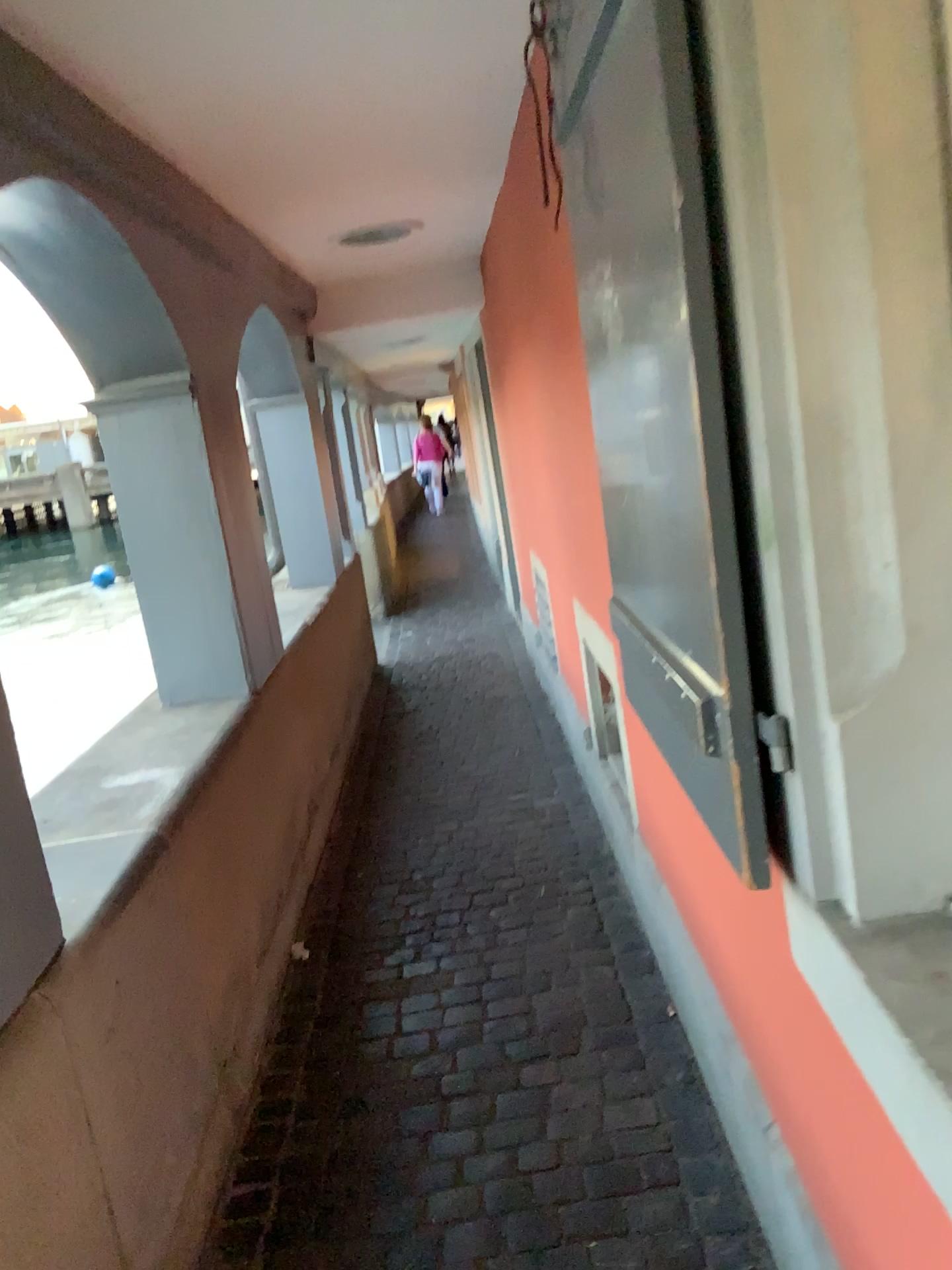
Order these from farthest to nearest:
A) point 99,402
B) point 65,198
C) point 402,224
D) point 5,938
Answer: point 402,224
point 99,402
point 65,198
point 5,938

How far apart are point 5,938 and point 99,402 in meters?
1.9

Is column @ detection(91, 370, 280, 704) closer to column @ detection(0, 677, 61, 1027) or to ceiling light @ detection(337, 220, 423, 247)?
ceiling light @ detection(337, 220, 423, 247)

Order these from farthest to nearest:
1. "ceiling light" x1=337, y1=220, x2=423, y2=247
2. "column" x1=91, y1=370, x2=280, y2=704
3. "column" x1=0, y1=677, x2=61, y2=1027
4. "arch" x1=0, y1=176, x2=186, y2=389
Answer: "ceiling light" x1=337, y1=220, x2=423, y2=247 < "column" x1=91, y1=370, x2=280, y2=704 < "arch" x1=0, y1=176, x2=186, y2=389 < "column" x1=0, y1=677, x2=61, y2=1027

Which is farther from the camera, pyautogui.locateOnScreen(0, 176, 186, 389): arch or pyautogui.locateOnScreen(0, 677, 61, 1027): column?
pyautogui.locateOnScreen(0, 176, 186, 389): arch

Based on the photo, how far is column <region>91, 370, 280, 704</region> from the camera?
3.01m

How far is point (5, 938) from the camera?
1.5 meters

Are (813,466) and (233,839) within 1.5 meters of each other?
no

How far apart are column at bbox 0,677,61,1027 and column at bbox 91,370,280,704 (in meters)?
1.59

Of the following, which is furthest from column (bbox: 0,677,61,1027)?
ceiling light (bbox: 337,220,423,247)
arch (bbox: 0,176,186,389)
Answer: ceiling light (bbox: 337,220,423,247)
